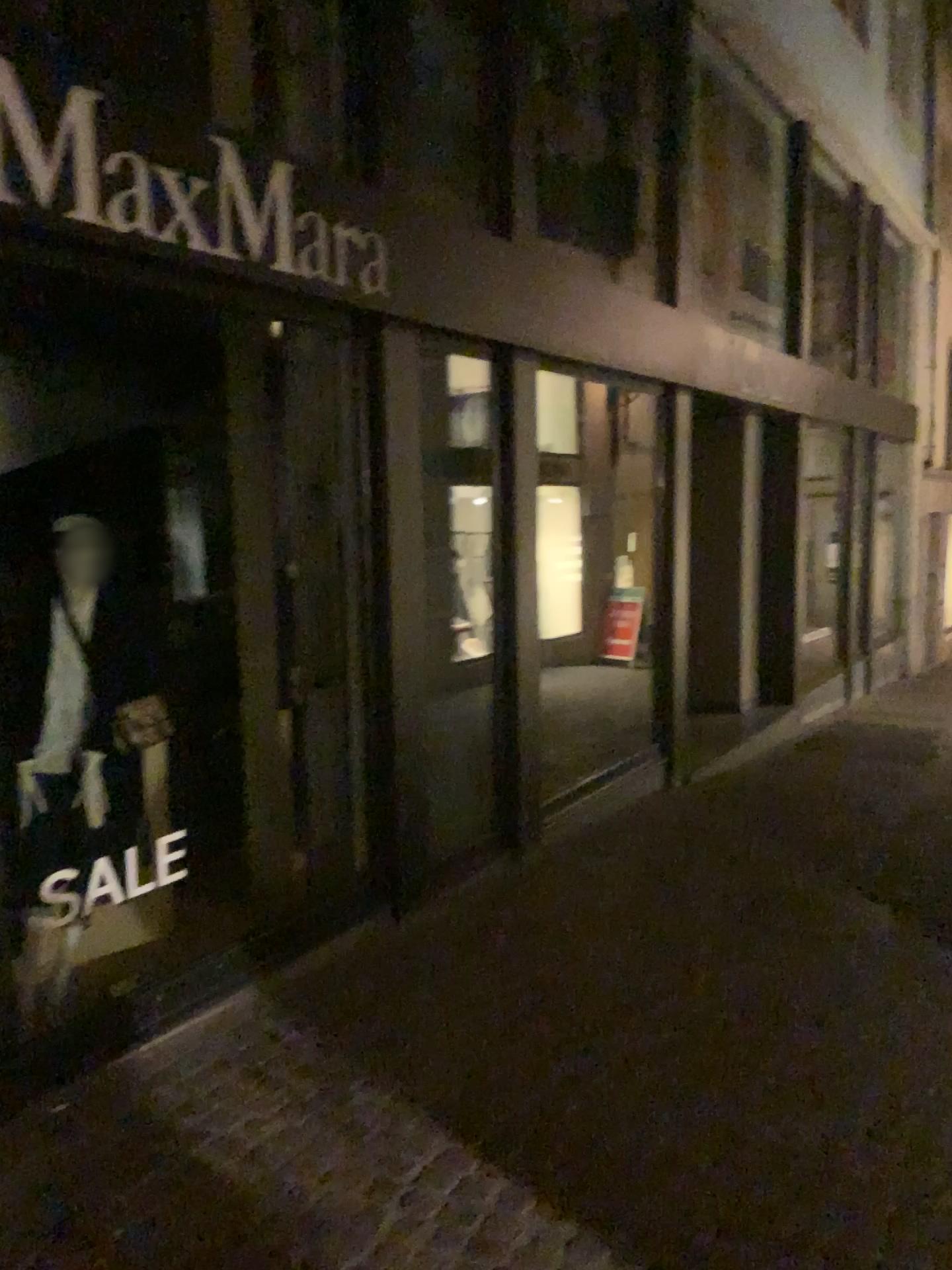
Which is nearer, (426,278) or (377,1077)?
(377,1077)

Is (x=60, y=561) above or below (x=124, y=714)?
above
